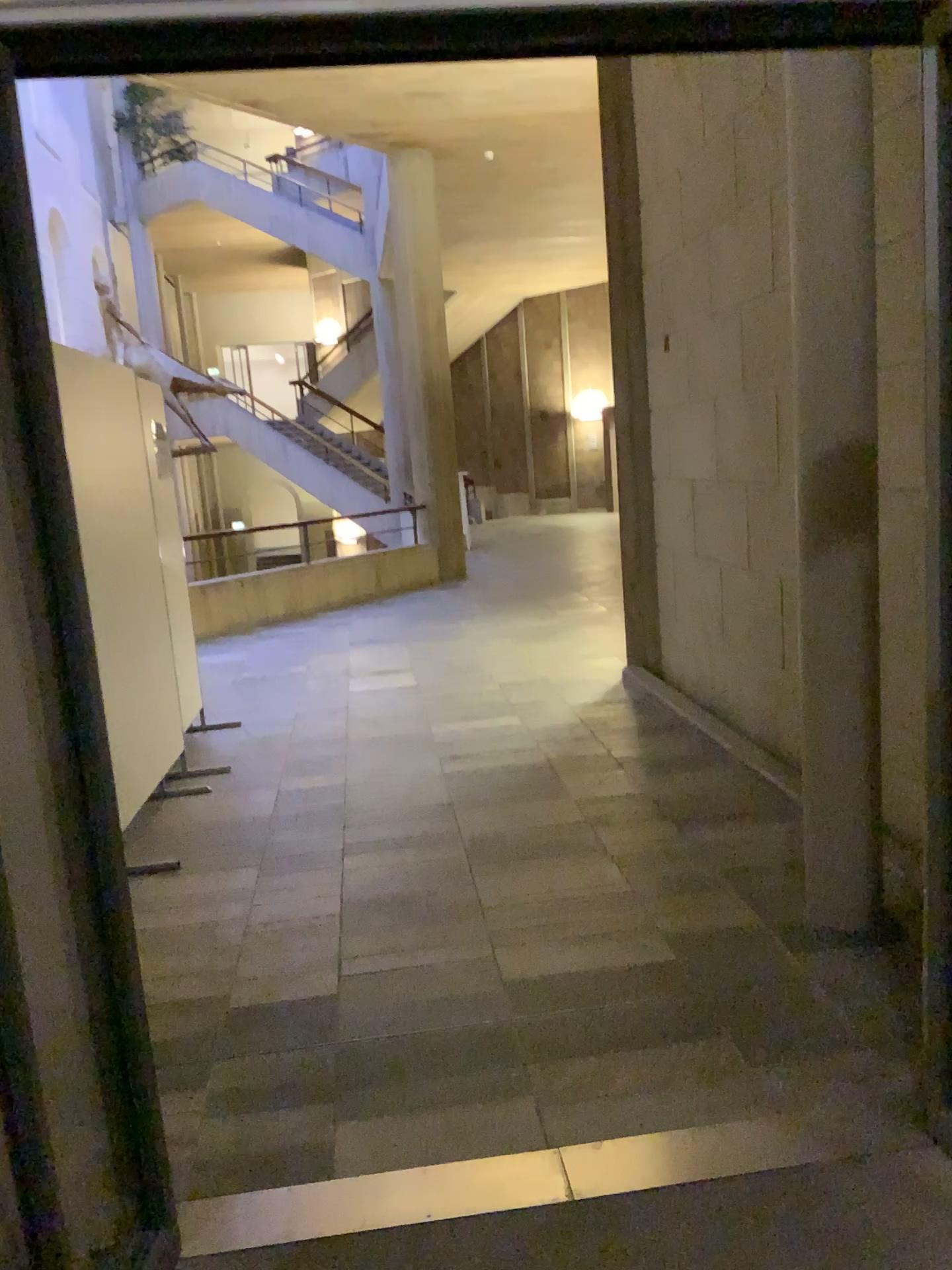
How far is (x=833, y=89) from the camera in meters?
2.8

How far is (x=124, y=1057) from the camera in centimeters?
197cm

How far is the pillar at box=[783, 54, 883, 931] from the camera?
2.8m
